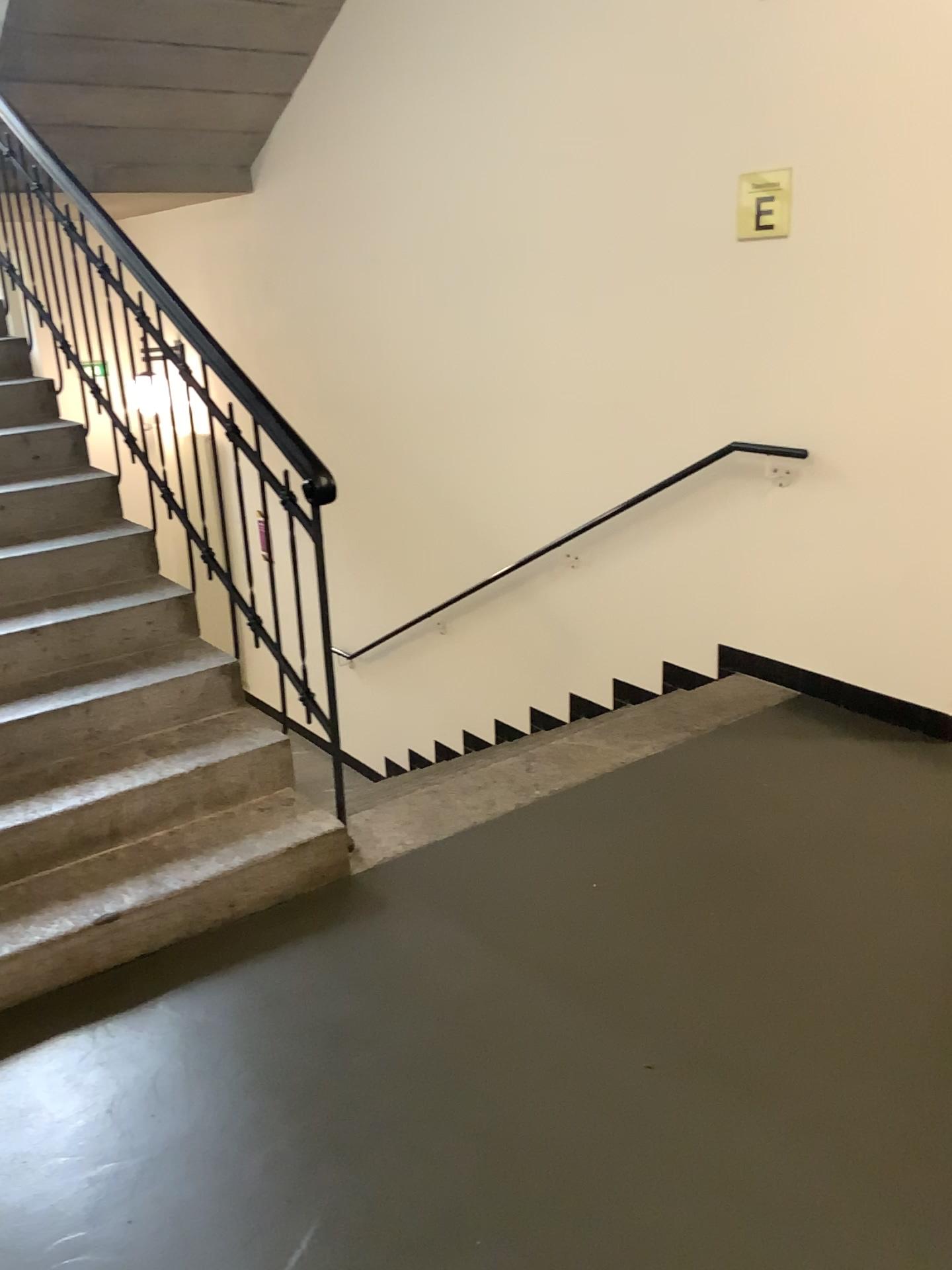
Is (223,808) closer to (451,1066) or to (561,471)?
(451,1066)

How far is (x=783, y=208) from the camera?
3.51m

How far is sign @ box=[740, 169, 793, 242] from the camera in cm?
351
